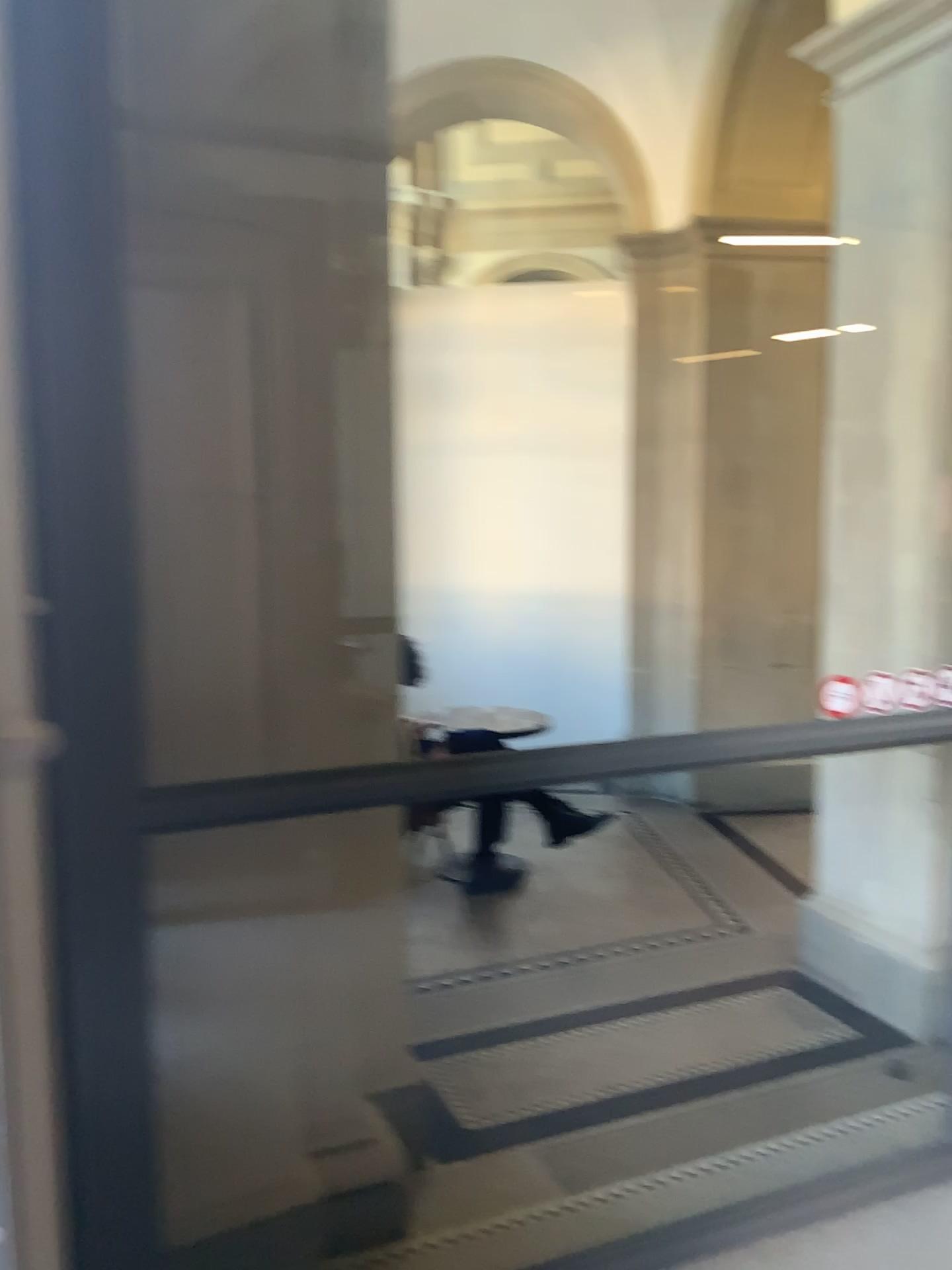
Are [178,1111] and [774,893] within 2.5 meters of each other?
no

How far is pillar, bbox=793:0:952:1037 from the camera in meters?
3.3 m

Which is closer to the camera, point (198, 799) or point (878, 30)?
point (198, 799)

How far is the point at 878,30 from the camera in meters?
3.3

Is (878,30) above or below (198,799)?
above

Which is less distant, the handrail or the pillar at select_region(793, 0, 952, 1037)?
the handrail
